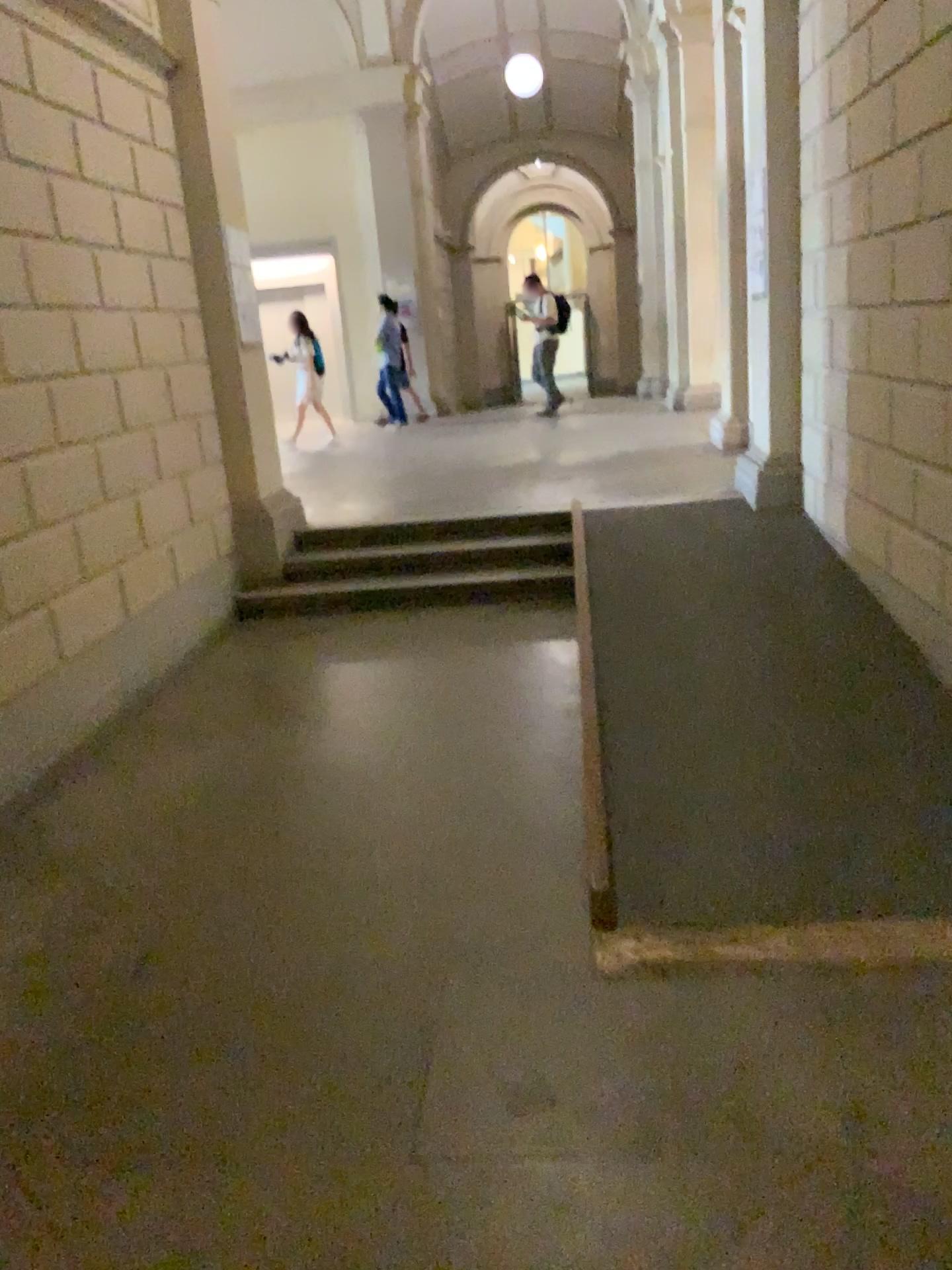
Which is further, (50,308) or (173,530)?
(173,530)
